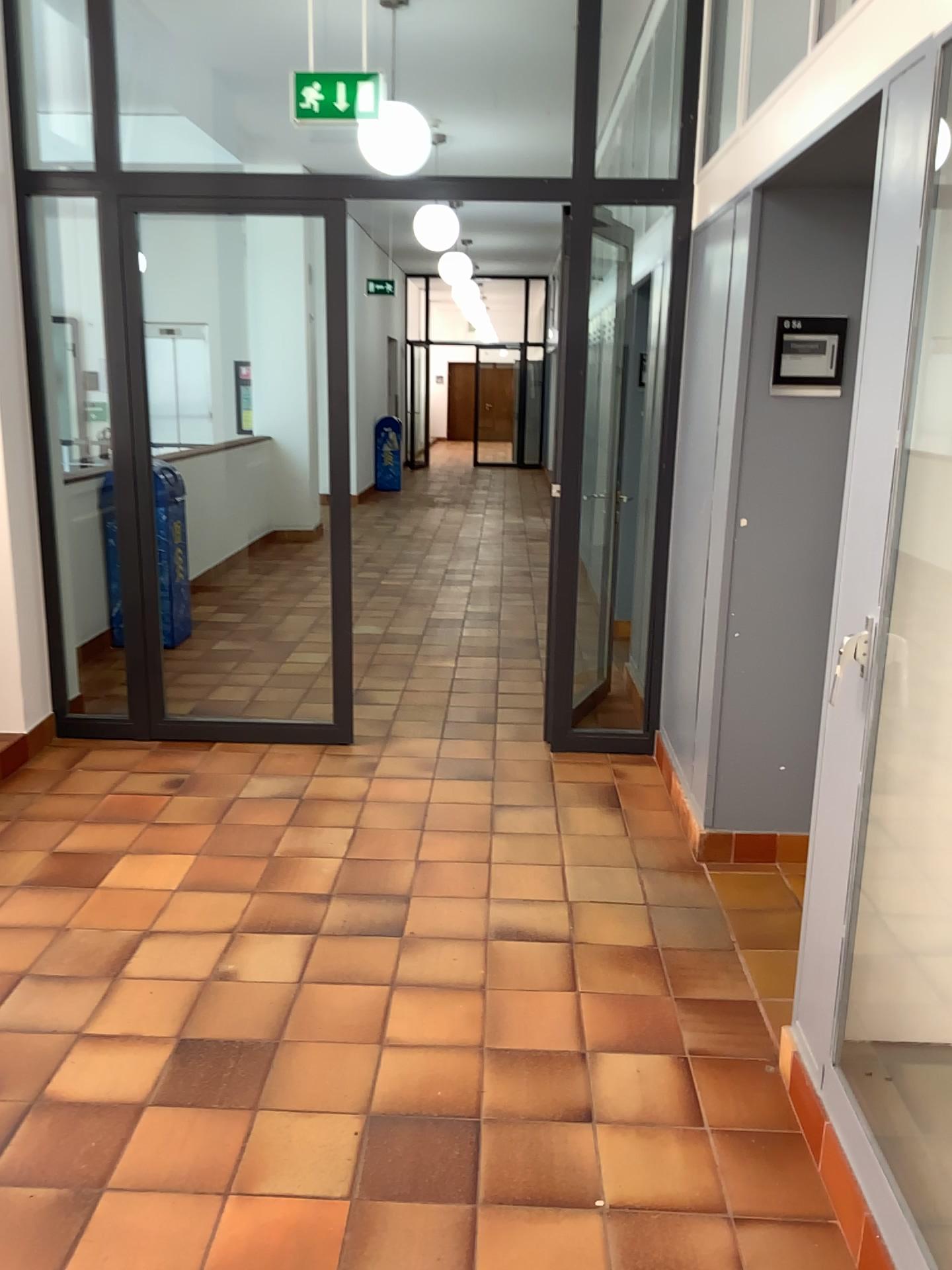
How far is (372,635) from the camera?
6.18m
